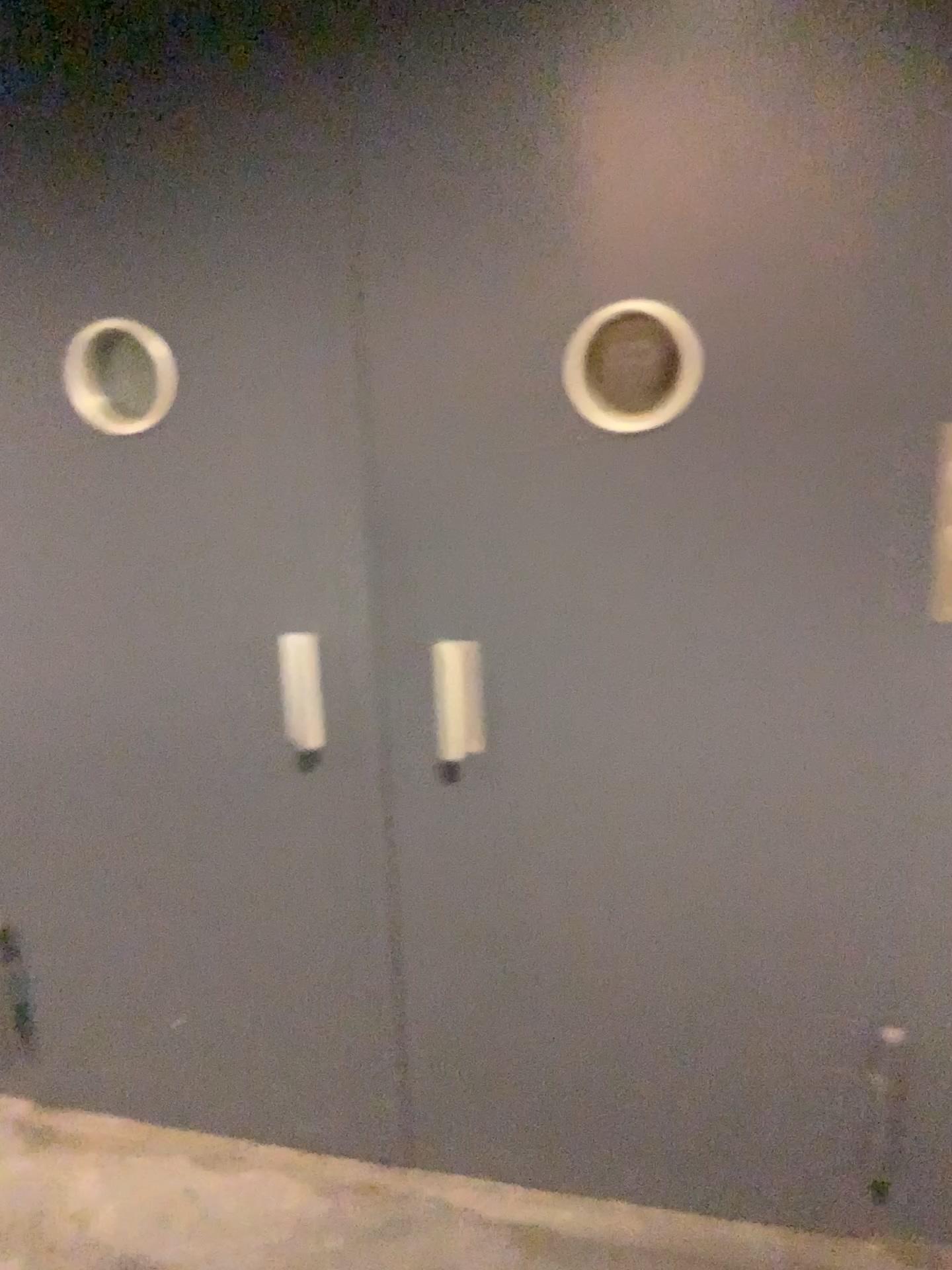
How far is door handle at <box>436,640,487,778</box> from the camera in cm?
185

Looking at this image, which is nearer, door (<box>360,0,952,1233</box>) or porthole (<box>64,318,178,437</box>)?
door (<box>360,0,952,1233</box>)

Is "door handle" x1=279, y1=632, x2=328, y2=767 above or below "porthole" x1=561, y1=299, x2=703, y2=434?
below

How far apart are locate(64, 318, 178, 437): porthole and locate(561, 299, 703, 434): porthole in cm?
70

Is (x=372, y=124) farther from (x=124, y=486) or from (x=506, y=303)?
(x=124, y=486)

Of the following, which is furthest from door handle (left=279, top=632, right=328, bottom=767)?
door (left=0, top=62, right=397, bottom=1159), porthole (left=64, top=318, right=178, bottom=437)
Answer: porthole (left=64, top=318, right=178, bottom=437)

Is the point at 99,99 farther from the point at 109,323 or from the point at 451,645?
the point at 451,645

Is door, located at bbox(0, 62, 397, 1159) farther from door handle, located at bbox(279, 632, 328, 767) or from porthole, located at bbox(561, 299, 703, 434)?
porthole, located at bbox(561, 299, 703, 434)

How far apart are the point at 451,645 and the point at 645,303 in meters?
0.6

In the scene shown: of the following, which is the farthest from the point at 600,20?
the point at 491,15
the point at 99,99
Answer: the point at 99,99
